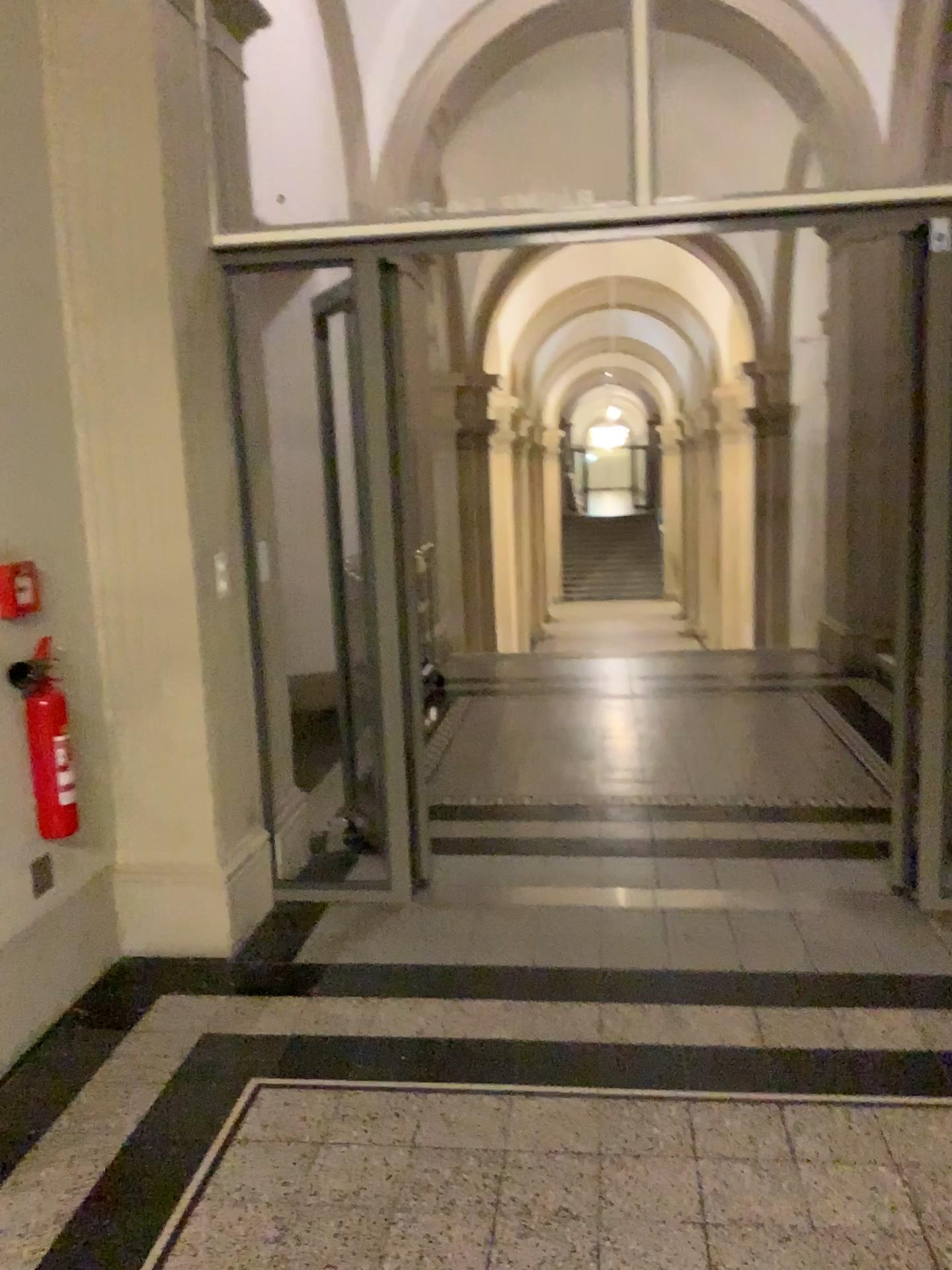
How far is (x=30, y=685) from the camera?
2.8m

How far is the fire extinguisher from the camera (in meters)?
2.81

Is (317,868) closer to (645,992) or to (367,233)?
(645,992)
